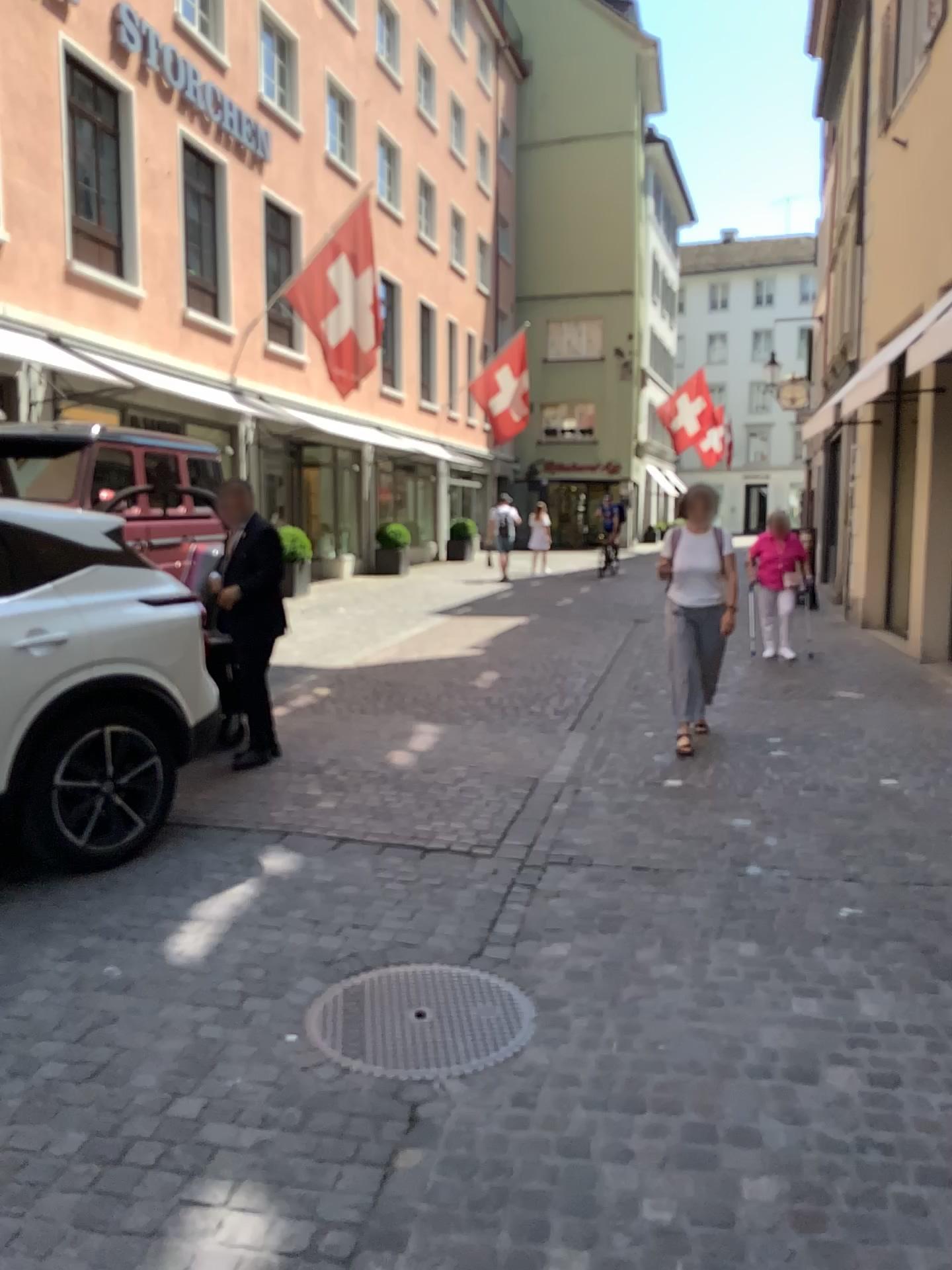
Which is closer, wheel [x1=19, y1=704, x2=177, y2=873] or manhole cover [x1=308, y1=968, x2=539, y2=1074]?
manhole cover [x1=308, y1=968, x2=539, y2=1074]

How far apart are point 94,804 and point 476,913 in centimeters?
171cm

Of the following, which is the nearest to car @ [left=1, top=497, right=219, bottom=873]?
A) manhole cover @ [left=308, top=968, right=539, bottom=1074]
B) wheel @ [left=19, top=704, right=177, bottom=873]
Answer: wheel @ [left=19, top=704, right=177, bottom=873]

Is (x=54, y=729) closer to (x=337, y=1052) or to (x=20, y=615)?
(x=20, y=615)

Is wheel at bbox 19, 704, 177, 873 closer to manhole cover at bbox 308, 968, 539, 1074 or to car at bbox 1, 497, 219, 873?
car at bbox 1, 497, 219, 873

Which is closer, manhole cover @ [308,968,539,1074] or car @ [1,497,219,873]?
manhole cover @ [308,968,539,1074]

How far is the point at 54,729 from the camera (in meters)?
4.23

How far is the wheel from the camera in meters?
4.2 m

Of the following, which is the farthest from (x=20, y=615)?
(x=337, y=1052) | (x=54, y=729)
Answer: (x=337, y=1052)
